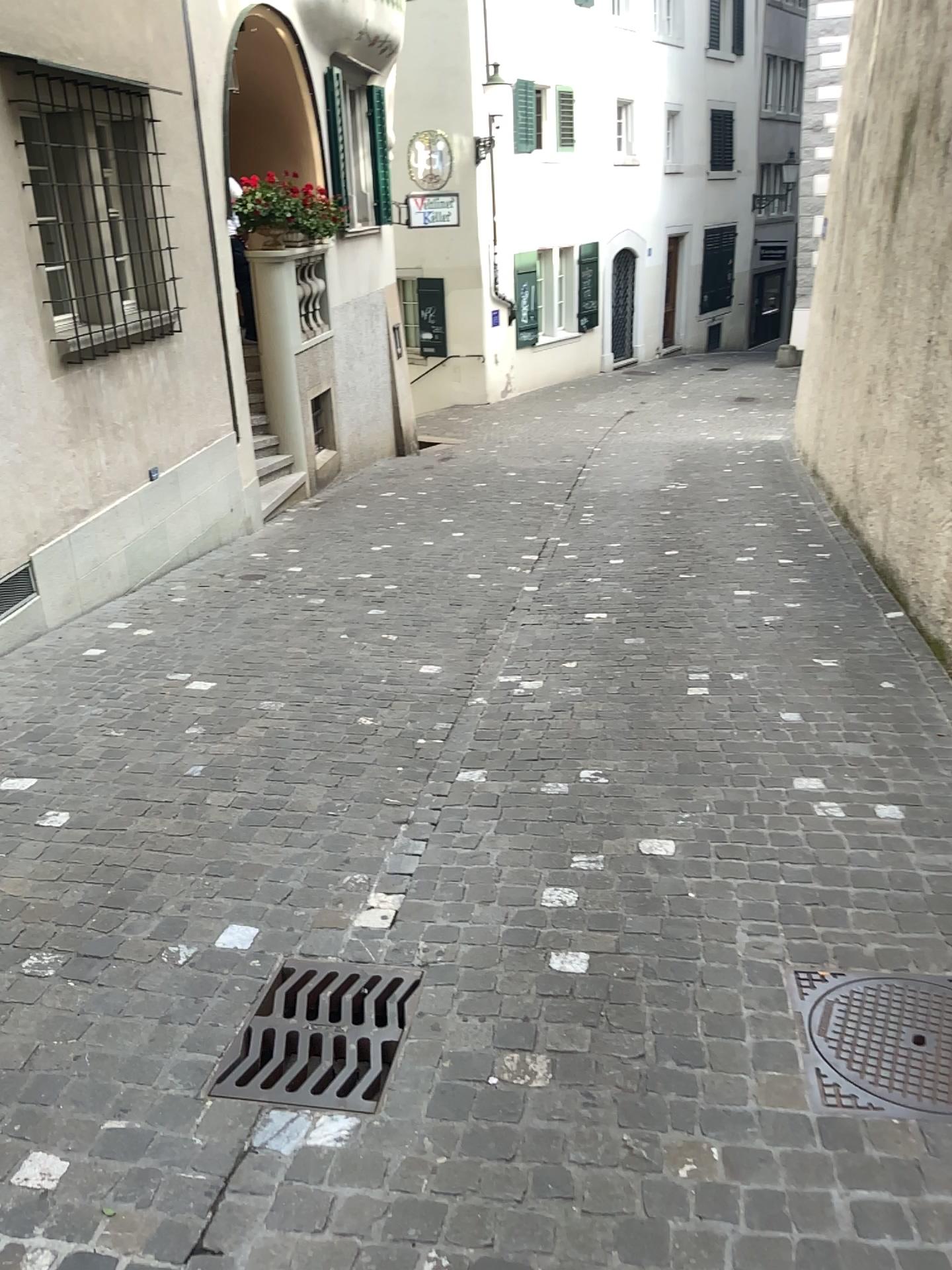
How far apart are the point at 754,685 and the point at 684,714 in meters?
0.5 m
